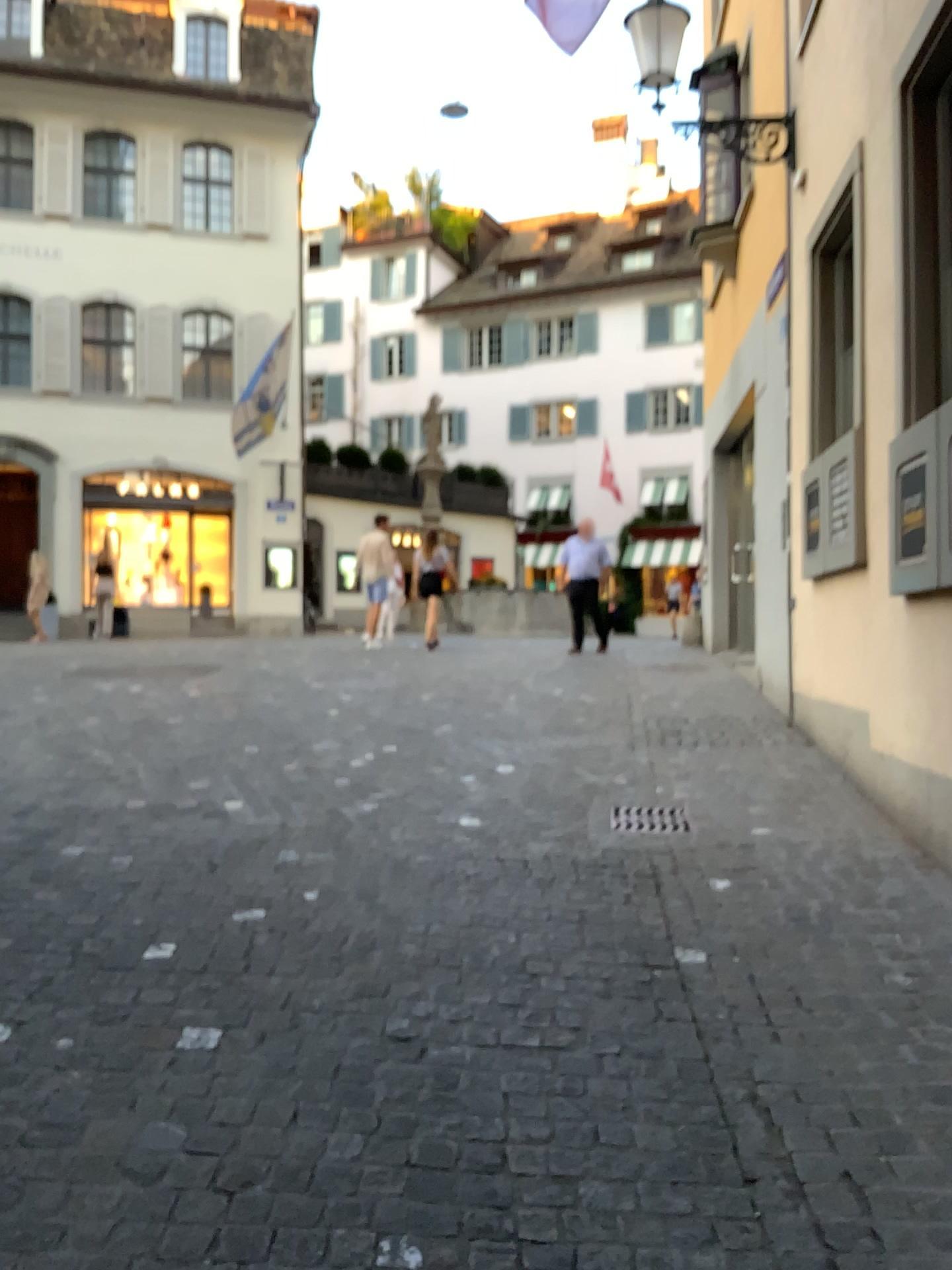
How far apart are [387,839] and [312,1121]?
2.09m
